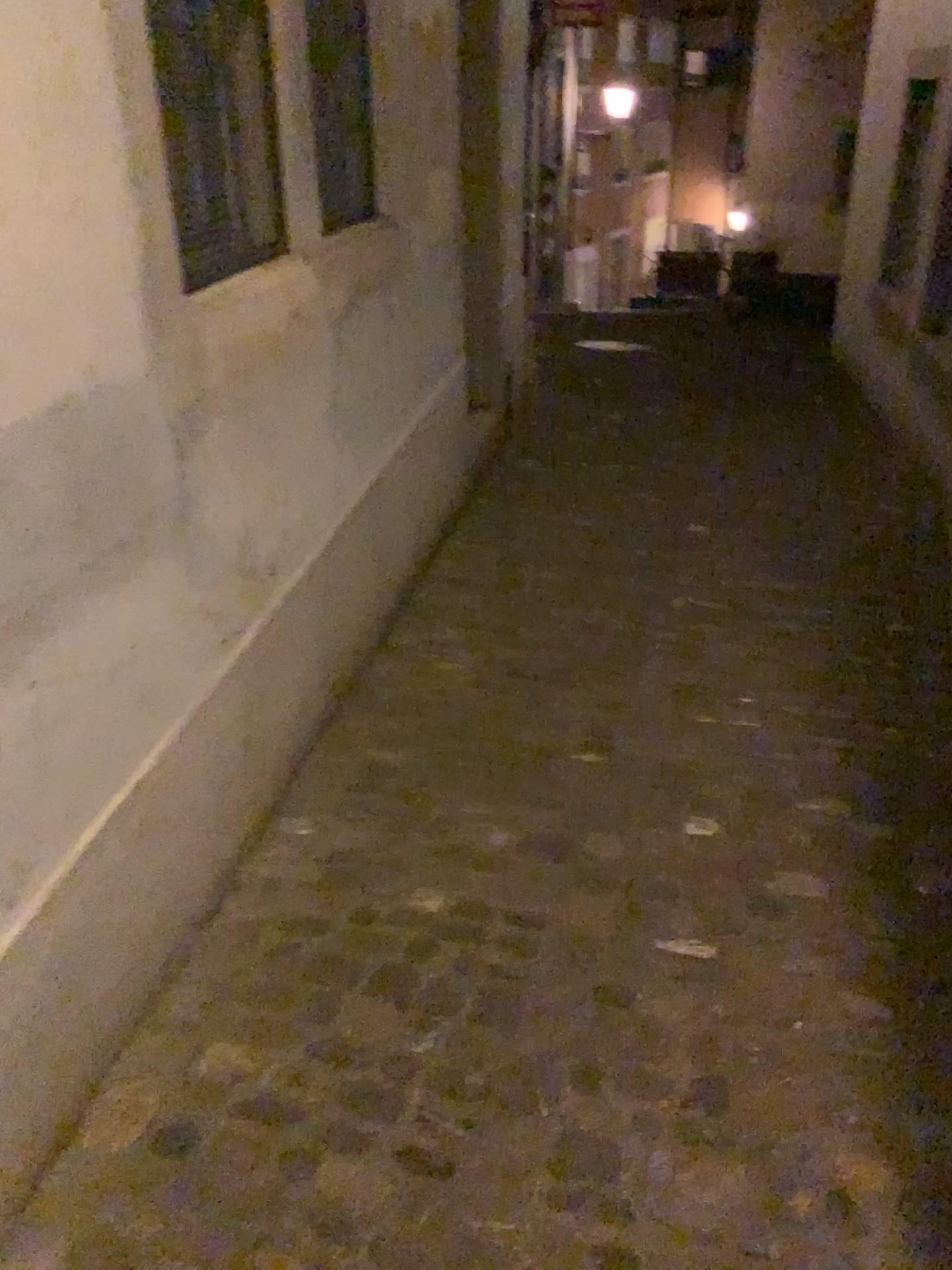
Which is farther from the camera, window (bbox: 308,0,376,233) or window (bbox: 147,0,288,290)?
window (bbox: 308,0,376,233)

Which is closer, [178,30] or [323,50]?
[178,30]

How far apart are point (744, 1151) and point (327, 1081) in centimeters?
62cm

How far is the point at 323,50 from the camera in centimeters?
270cm

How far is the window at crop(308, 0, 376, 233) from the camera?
2.7 meters
